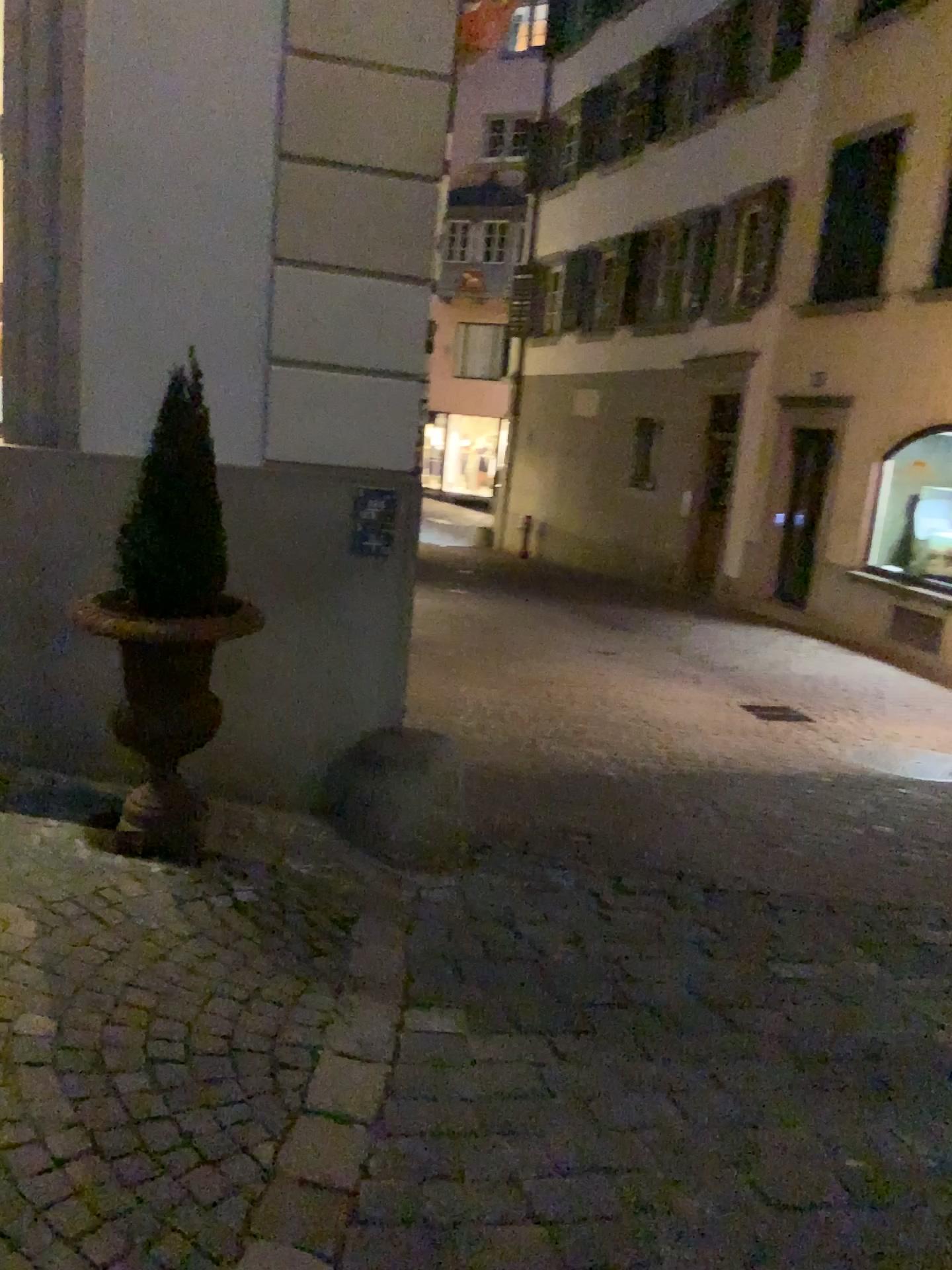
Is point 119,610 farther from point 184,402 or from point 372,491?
point 372,491

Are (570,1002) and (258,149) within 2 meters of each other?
no

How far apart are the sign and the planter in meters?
0.6 m

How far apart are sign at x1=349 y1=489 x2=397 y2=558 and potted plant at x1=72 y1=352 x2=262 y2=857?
0.55m

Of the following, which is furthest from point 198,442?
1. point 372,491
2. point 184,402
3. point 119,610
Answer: point 372,491

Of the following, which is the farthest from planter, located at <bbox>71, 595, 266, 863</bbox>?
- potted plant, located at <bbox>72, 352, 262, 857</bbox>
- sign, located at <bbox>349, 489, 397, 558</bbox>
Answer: sign, located at <bbox>349, 489, 397, 558</bbox>

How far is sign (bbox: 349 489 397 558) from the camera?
3.60m

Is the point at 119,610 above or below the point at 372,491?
below

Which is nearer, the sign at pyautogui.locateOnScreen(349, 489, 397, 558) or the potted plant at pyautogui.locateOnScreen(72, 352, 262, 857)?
the potted plant at pyautogui.locateOnScreen(72, 352, 262, 857)

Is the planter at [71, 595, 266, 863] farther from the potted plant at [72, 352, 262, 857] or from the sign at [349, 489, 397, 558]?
the sign at [349, 489, 397, 558]
